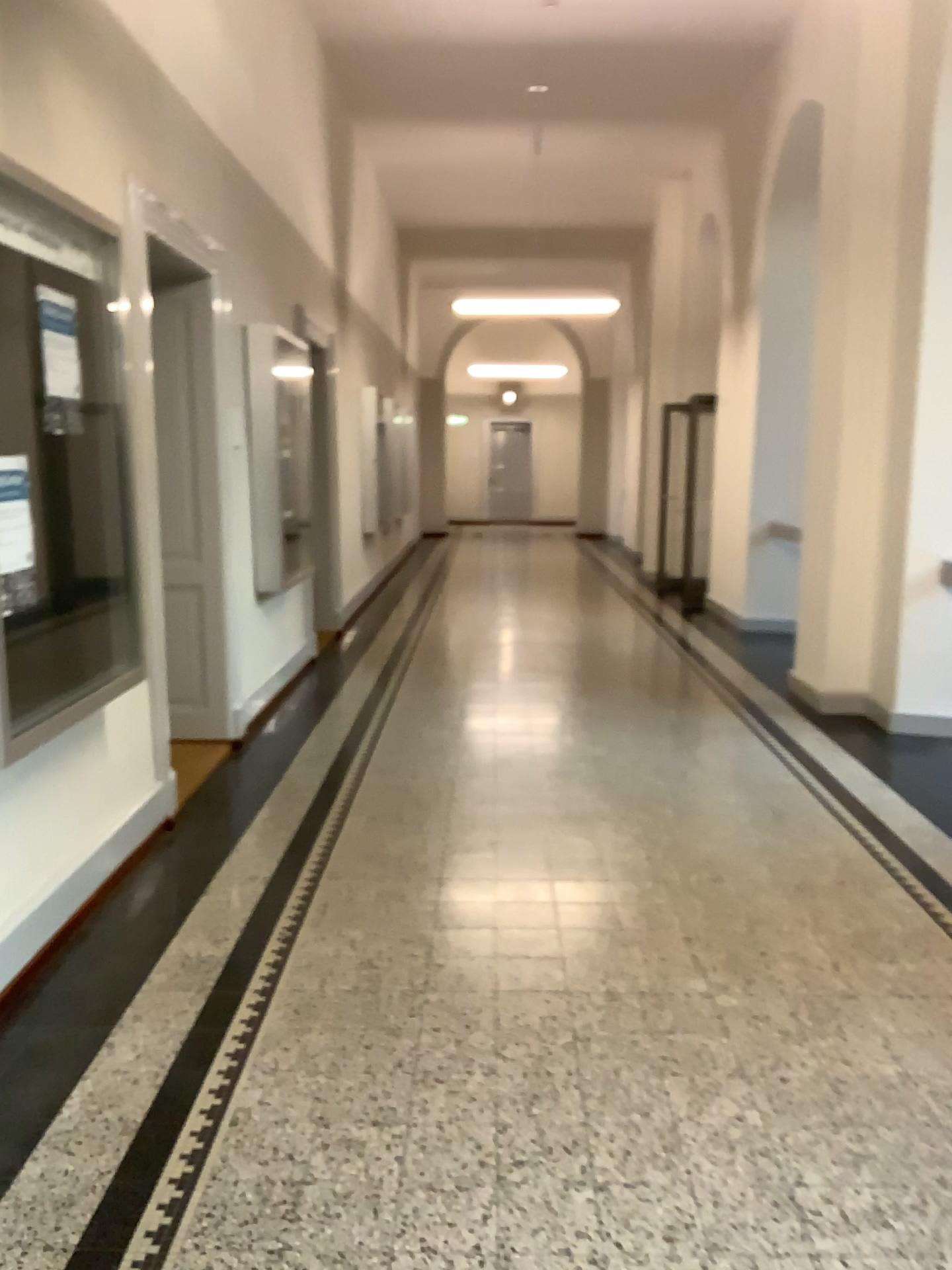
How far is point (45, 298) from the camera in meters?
3.0 m

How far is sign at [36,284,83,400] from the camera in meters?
3.0

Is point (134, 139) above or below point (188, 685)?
above
